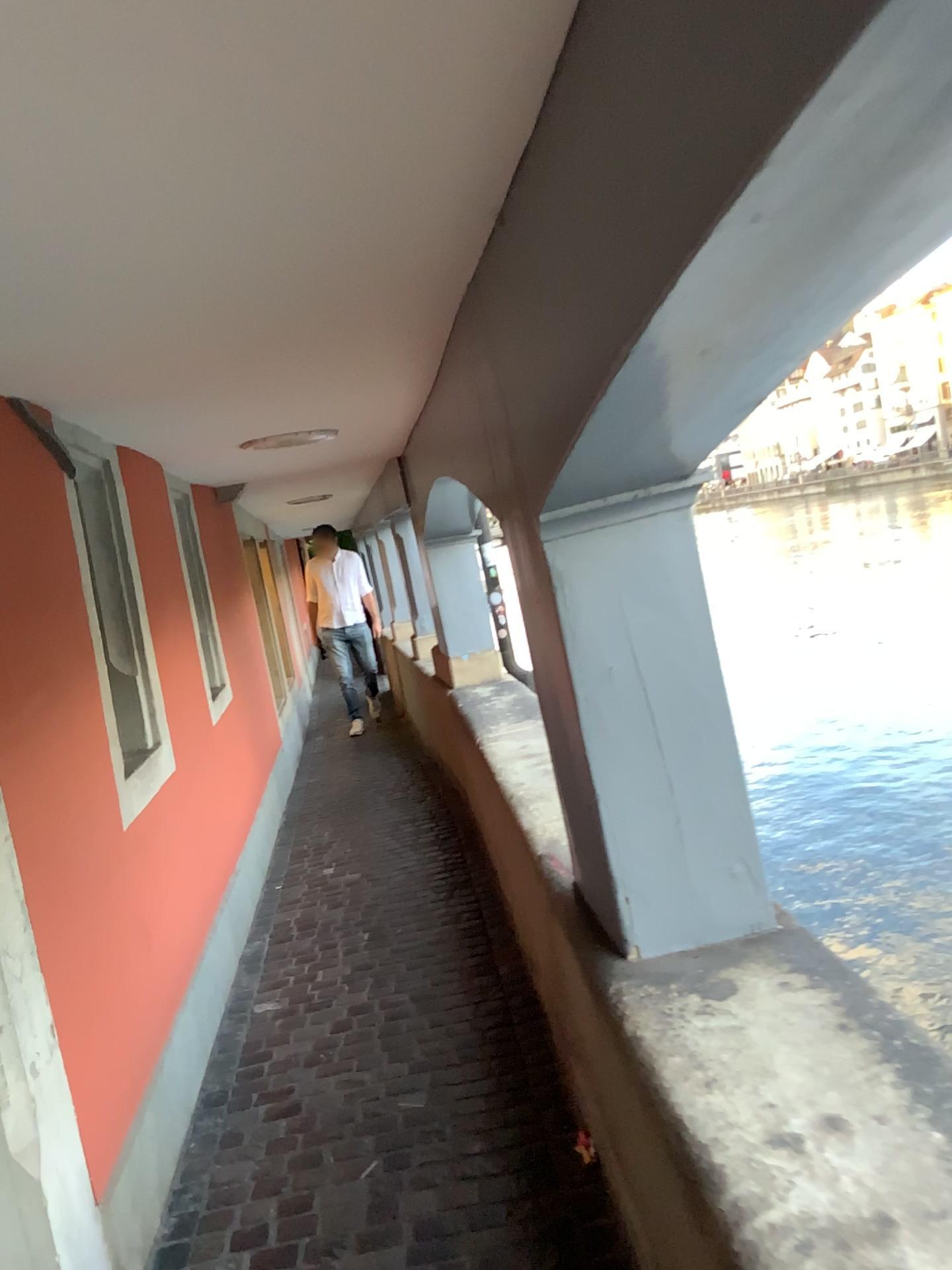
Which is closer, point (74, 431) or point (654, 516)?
point (654, 516)

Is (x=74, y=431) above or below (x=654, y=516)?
above

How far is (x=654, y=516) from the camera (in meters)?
1.94

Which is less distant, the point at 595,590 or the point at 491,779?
the point at 595,590

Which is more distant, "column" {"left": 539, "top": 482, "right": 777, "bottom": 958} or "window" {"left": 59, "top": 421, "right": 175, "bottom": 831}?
"window" {"left": 59, "top": 421, "right": 175, "bottom": 831}

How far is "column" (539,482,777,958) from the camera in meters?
1.9
